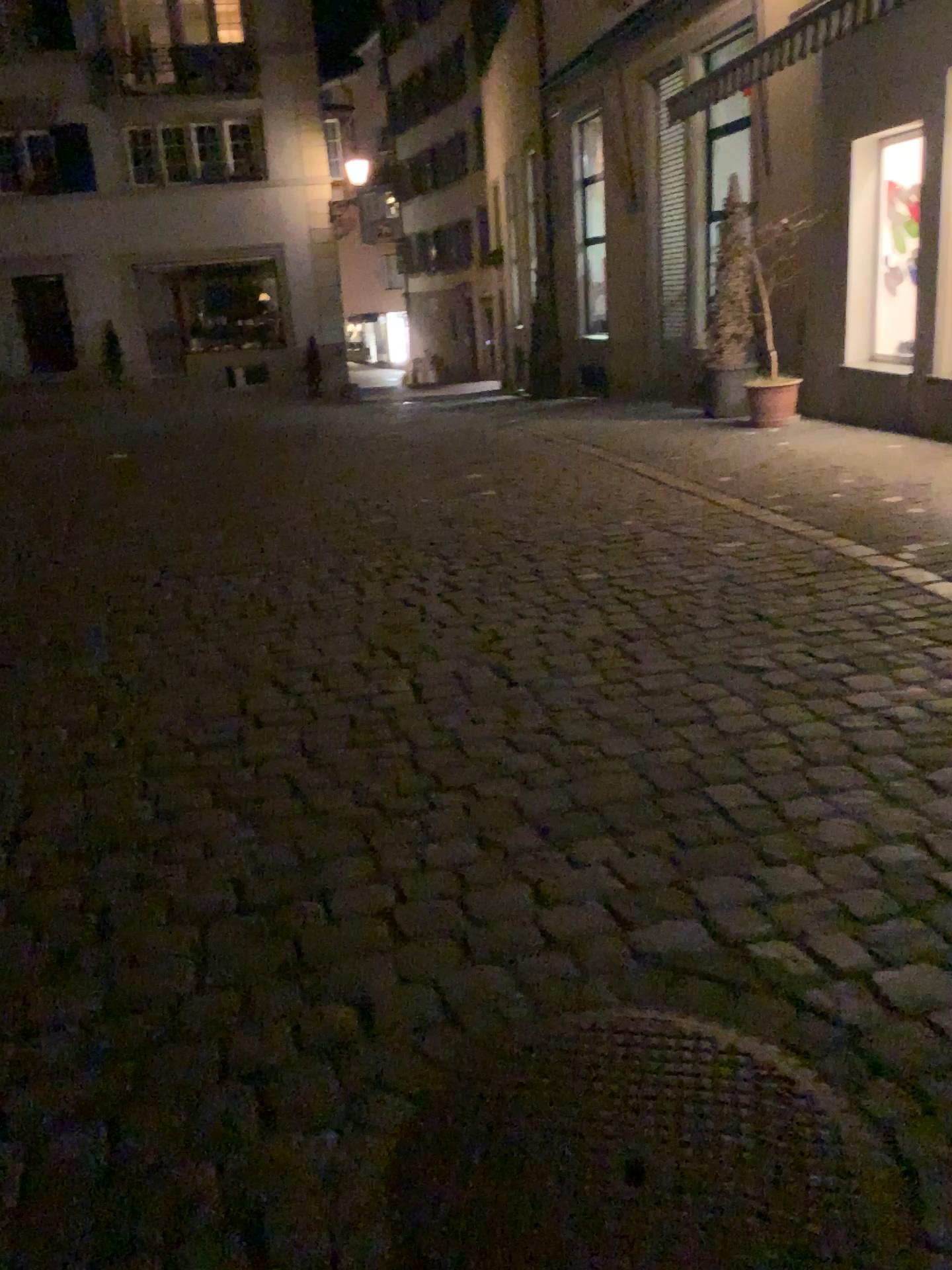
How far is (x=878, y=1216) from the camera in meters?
1.5 m

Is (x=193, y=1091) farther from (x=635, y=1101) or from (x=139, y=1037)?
(x=635, y=1101)

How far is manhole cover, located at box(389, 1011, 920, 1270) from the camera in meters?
1.5
